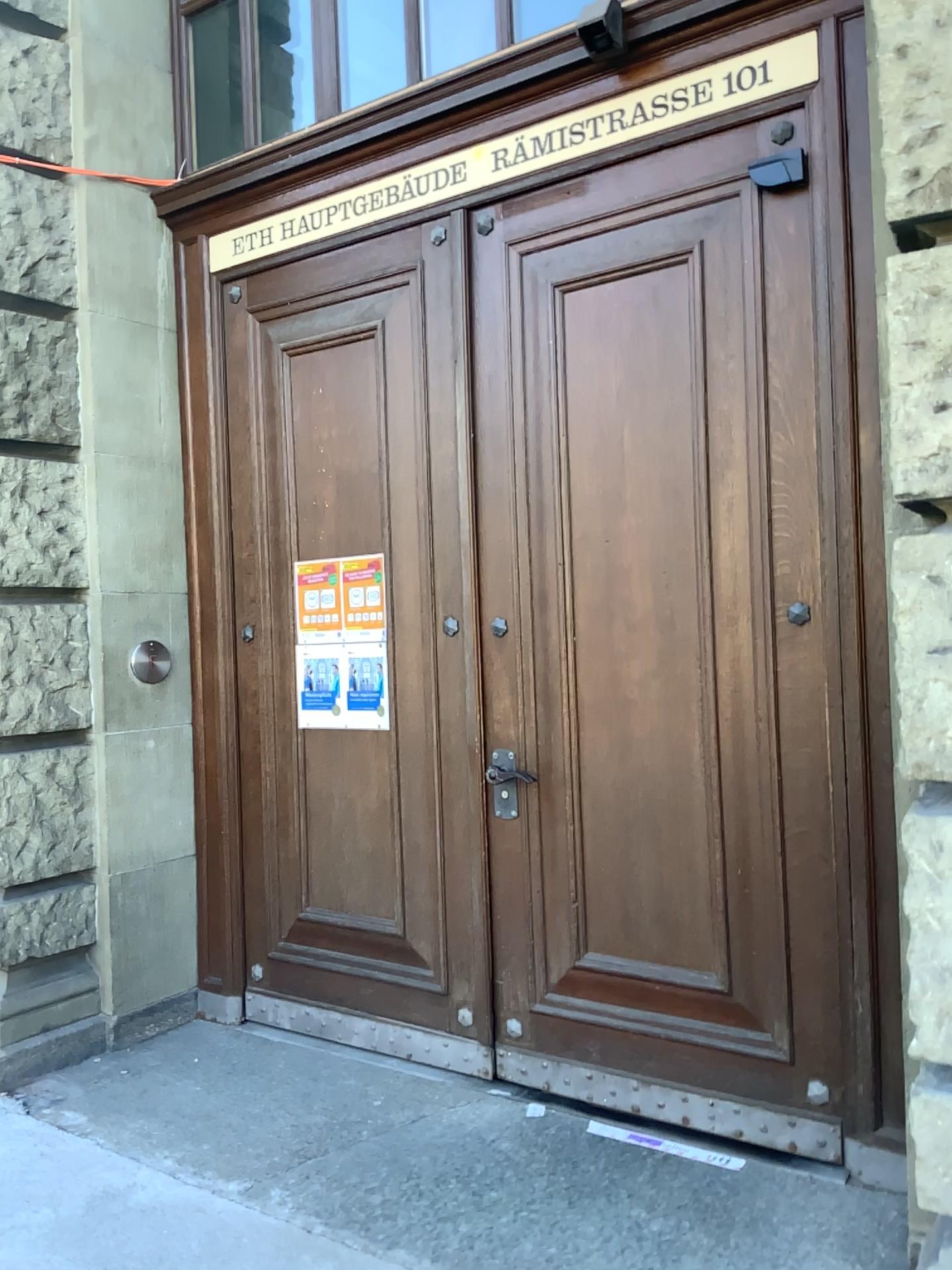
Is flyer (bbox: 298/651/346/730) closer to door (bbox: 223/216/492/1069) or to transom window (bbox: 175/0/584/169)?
door (bbox: 223/216/492/1069)

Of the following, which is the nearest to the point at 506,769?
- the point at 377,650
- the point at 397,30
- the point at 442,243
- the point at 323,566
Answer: the point at 377,650

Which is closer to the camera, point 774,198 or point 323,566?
point 774,198

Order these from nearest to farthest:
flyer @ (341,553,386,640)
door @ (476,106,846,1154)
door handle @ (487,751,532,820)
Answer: door @ (476,106,846,1154)
door handle @ (487,751,532,820)
flyer @ (341,553,386,640)

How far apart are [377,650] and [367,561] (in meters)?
0.31

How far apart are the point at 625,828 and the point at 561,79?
2.22m

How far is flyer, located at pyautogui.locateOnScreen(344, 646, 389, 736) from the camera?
3.6 meters

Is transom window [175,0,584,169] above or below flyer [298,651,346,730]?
above

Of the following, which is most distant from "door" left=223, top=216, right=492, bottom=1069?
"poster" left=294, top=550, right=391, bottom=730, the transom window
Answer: the transom window

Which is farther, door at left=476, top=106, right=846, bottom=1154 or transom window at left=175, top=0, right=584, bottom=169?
transom window at left=175, top=0, right=584, bottom=169
